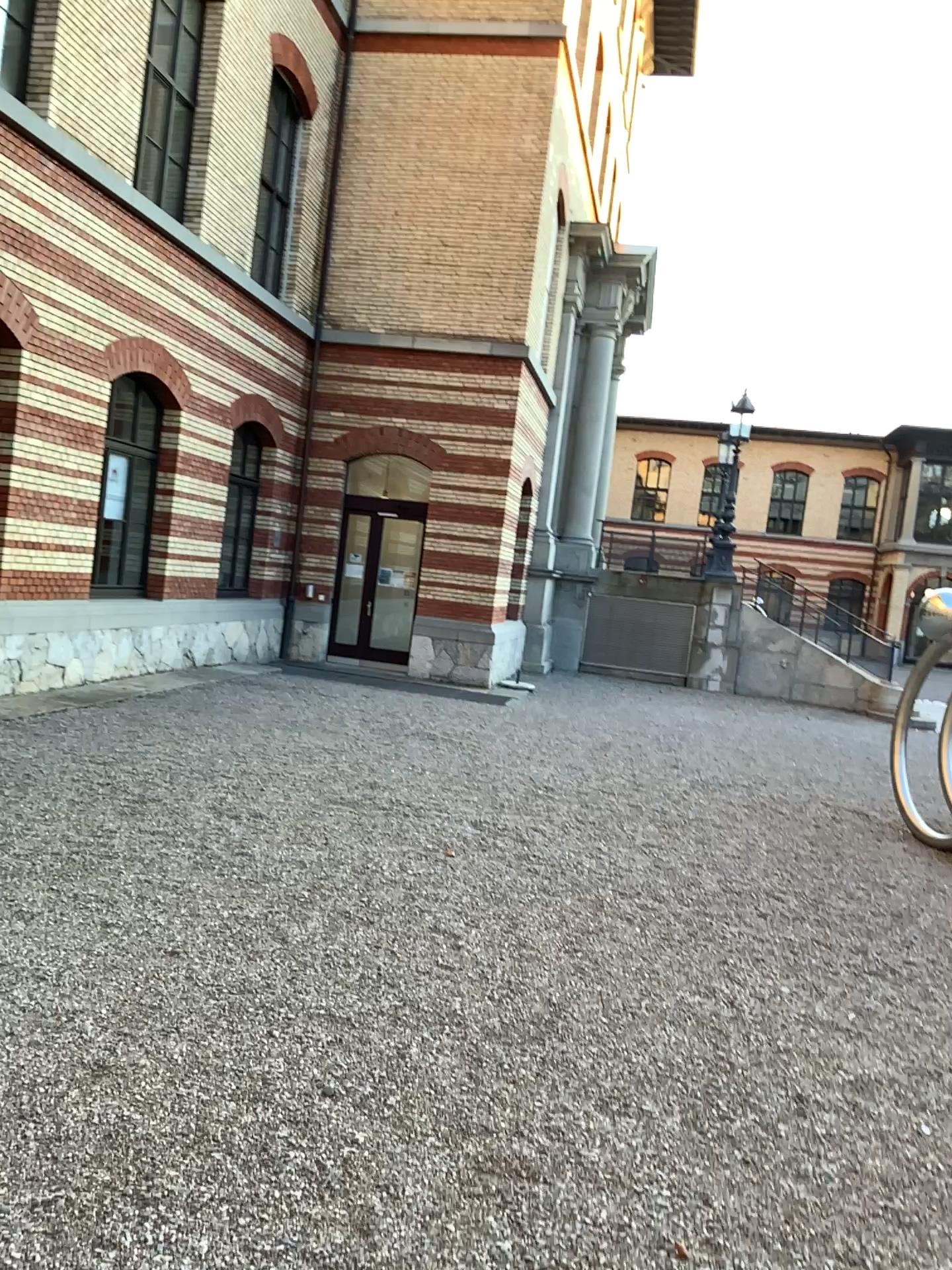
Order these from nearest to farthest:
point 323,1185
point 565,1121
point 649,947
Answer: point 323,1185
point 565,1121
point 649,947
